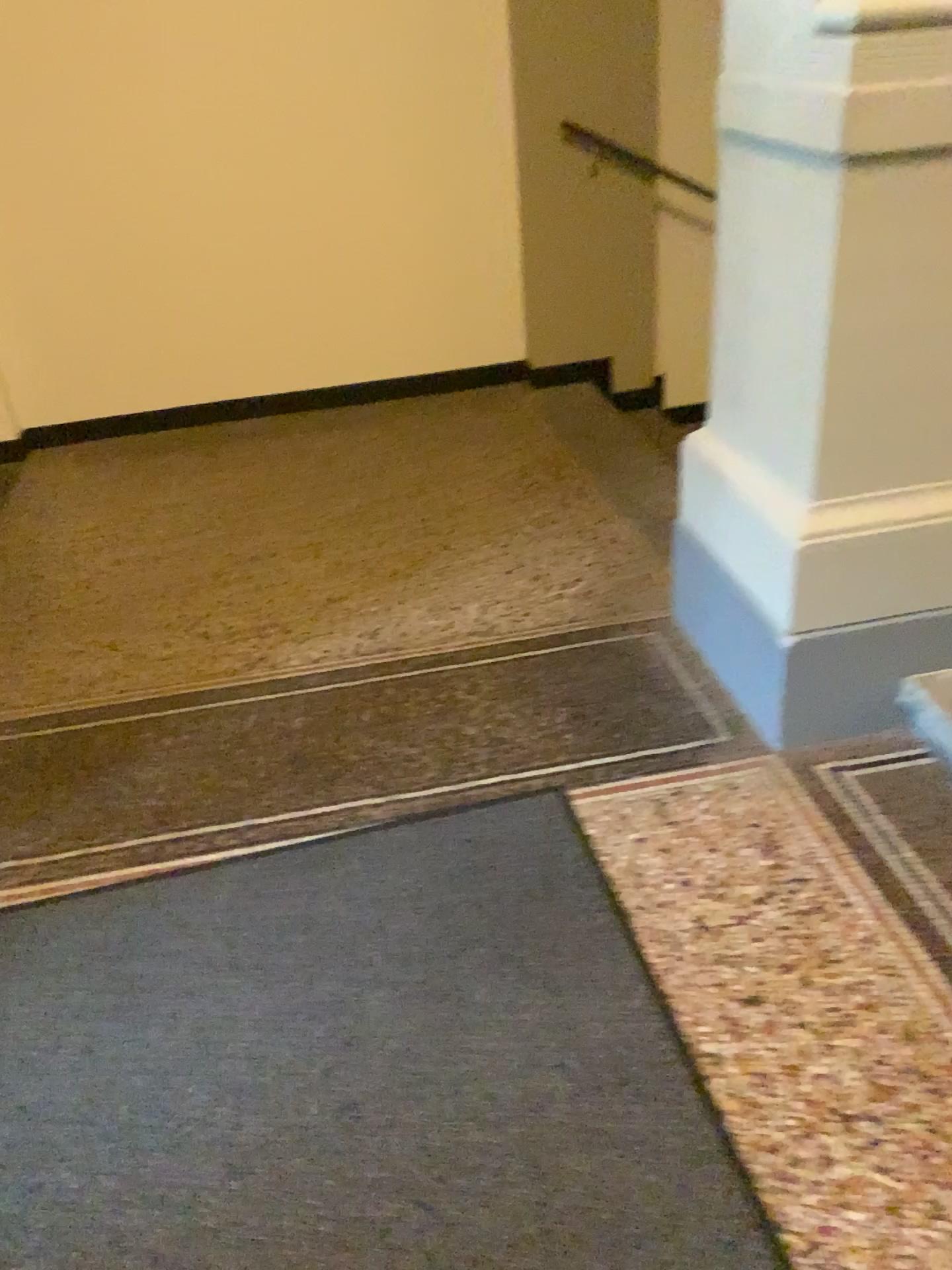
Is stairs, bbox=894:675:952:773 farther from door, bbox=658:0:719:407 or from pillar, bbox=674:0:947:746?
door, bbox=658:0:719:407

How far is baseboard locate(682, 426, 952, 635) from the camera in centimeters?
207cm

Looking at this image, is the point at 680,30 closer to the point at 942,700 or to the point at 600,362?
the point at 600,362

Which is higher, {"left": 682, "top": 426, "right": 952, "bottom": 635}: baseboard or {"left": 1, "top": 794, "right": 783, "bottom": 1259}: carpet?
{"left": 682, "top": 426, "right": 952, "bottom": 635}: baseboard

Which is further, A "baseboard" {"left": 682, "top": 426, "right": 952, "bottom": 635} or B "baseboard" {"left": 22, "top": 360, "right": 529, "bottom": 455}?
B "baseboard" {"left": 22, "top": 360, "right": 529, "bottom": 455}

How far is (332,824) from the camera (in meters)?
2.20

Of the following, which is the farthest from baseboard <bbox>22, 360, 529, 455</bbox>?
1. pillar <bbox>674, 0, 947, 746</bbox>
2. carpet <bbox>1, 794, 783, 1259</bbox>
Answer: carpet <bbox>1, 794, 783, 1259</bbox>

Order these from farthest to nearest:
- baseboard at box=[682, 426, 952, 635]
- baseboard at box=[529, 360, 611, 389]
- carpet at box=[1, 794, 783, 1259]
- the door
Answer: baseboard at box=[529, 360, 611, 389] → the door → baseboard at box=[682, 426, 952, 635] → carpet at box=[1, 794, 783, 1259]

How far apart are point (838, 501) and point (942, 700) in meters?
0.5

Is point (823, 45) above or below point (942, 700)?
above
